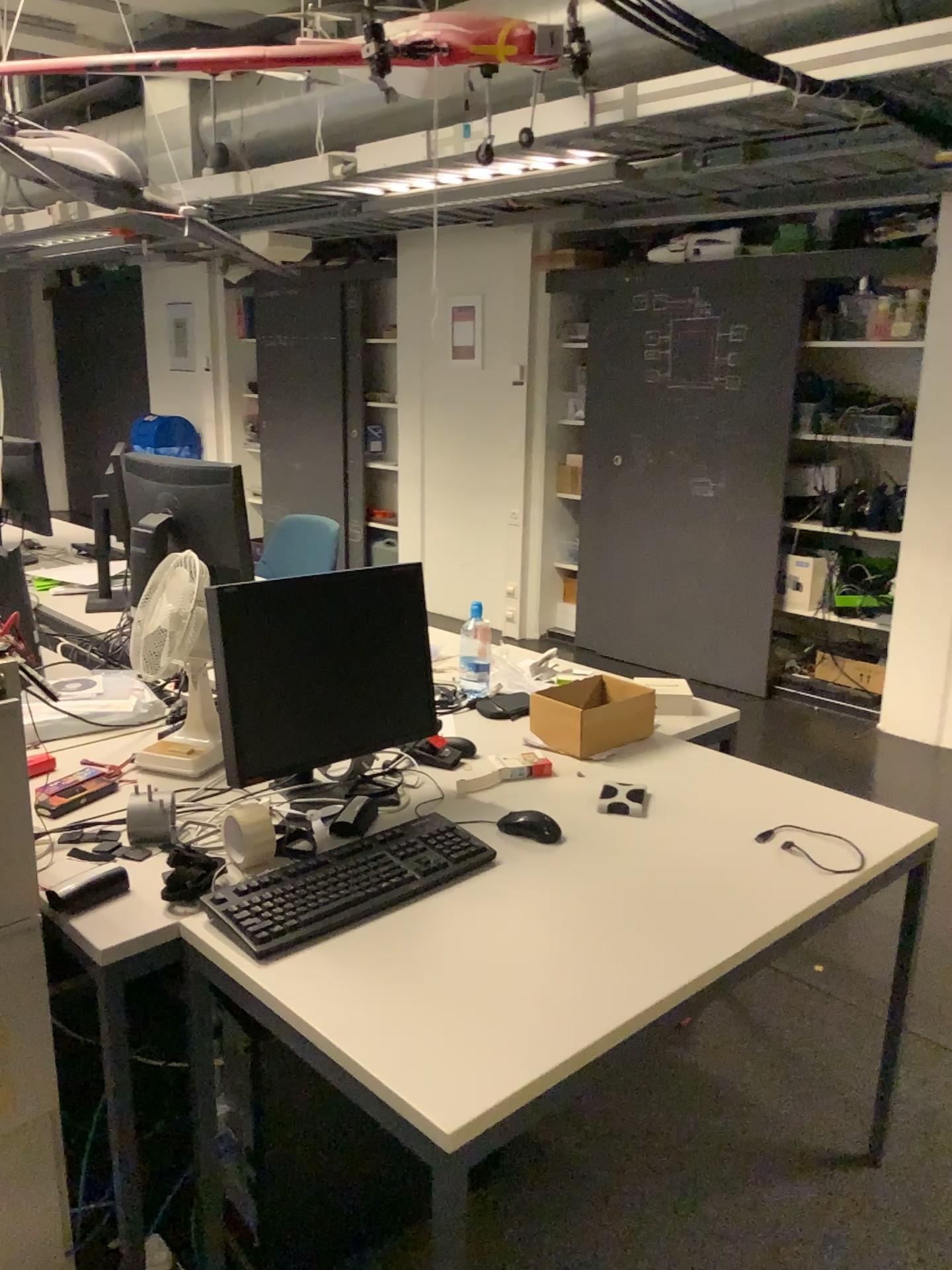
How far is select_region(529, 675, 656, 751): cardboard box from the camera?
2.2 meters

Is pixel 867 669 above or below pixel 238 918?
below

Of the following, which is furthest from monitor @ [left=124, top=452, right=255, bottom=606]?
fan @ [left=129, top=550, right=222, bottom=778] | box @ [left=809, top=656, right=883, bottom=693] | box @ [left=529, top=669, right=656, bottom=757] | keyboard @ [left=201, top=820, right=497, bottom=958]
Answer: box @ [left=809, top=656, right=883, bottom=693]

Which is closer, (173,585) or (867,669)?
(173,585)

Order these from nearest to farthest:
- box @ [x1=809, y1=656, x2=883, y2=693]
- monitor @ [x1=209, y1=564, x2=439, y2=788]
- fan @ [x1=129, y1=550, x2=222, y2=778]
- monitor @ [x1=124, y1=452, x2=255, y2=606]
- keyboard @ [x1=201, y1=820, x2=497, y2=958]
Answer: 1. keyboard @ [x1=201, y1=820, x2=497, y2=958]
2. monitor @ [x1=209, y1=564, x2=439, y2=788]
3. fan @ [x1=129, y1=550, x2=222, y2=778]
4. monitor @ [x1=124, y1=452, x2=255, y2=606]
5. box @ [x1=809, y1=656, x2=883, y2=693]

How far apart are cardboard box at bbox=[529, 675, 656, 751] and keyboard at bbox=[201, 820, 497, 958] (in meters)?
0.47

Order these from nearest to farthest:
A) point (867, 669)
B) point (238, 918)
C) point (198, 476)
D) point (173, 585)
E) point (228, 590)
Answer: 1. point (238, 918)
2. point (228, 590)
3. point (173, 585)
4. point (198, 476)
5. point (867, 669)

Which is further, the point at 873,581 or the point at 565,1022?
the point at 873,581

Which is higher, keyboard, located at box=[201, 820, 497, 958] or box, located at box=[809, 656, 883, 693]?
keyboard, located at box=[201, 820, 497, 958]

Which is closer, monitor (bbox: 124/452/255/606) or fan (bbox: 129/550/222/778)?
fan (bbox: 129/550/222/778)
